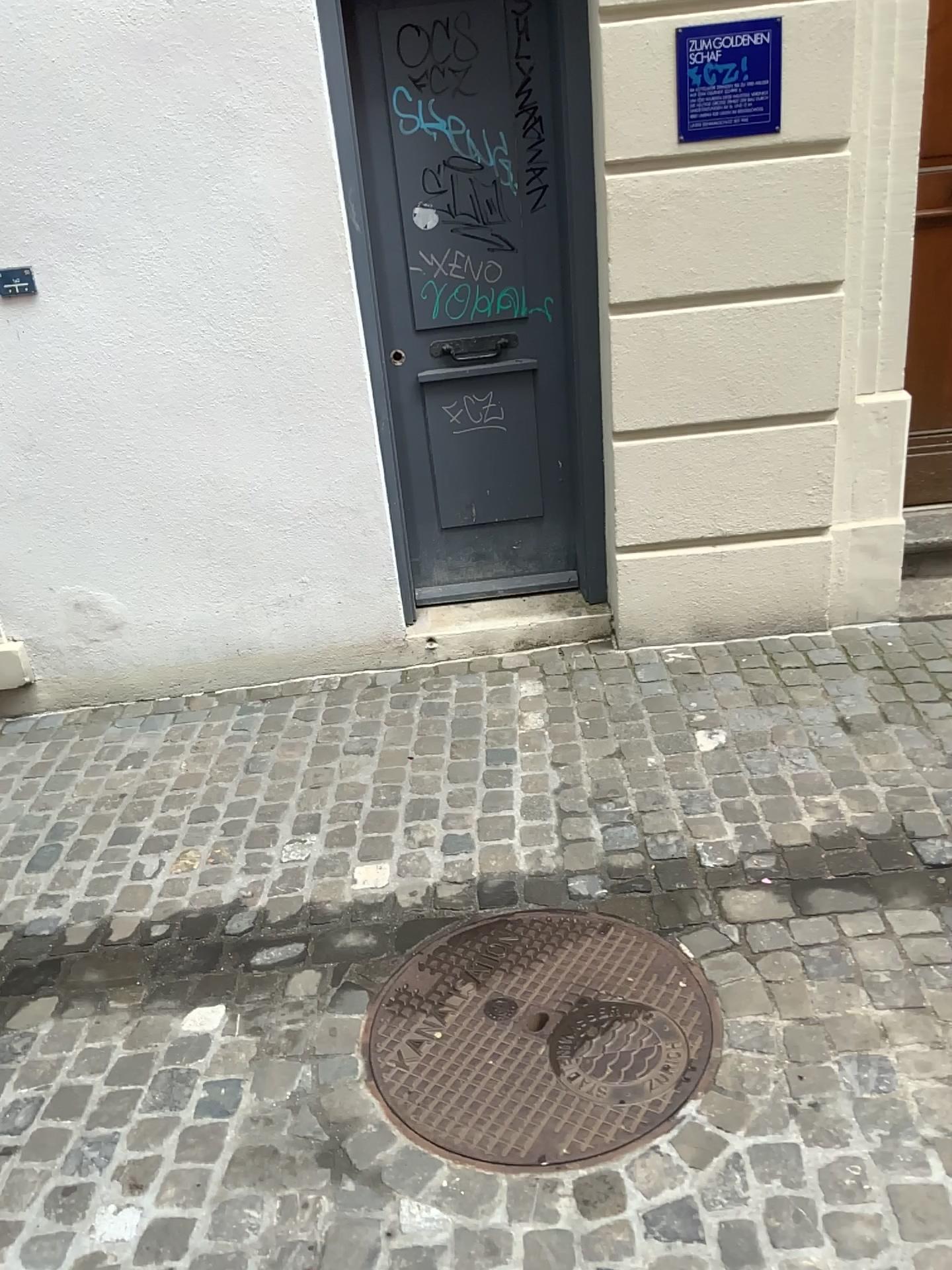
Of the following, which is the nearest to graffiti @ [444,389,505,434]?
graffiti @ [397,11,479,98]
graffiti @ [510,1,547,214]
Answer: graffiti @ [510,1,547,214]

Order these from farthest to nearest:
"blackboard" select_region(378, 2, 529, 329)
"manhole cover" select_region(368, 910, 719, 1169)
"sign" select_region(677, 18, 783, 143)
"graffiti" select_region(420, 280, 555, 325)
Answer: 1. "graffiti" select_region(420, 280, 555, 325)
2. "blackboard" select_region(378, 2, 529, 329)
3. "sign" select_region(677, 18, 783, 143)
4. "manhole cover" select_region(368, 910, 719, 1169)

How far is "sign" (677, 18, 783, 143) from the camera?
2.8 meters

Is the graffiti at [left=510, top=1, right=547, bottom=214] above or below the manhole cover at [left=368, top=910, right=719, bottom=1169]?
above

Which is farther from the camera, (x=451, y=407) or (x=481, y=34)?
→ (x=451, y=407)

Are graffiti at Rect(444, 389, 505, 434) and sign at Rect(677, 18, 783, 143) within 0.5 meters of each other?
no

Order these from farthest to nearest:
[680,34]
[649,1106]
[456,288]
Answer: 1. [456,288]
2. [680,34]
3. [649,1106]

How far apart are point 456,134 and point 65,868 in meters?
2.4

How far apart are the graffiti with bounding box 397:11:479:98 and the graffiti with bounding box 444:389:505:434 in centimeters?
91cm

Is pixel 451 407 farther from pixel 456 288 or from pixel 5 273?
pixel 5 273
